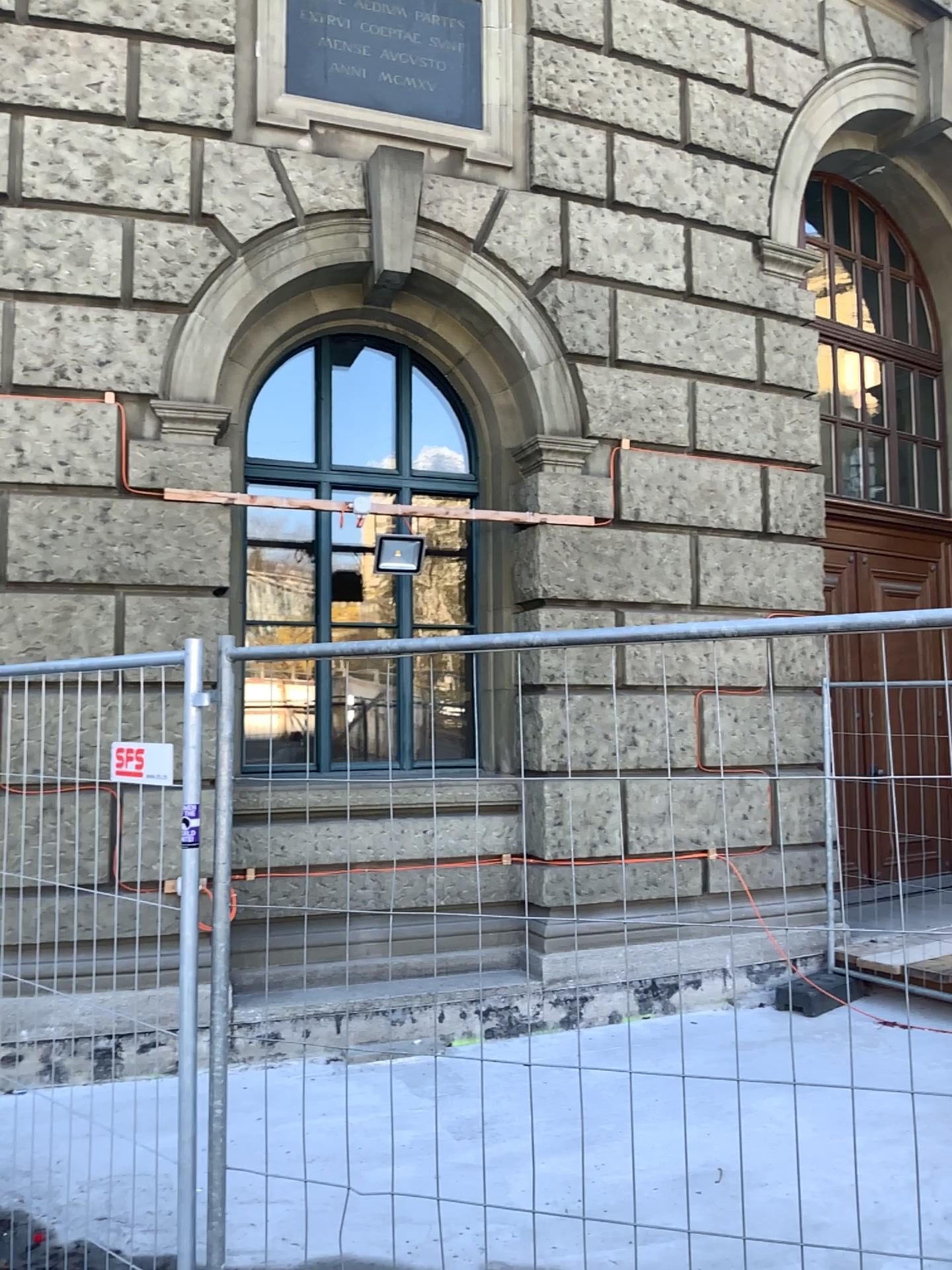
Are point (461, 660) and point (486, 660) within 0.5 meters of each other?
yes
